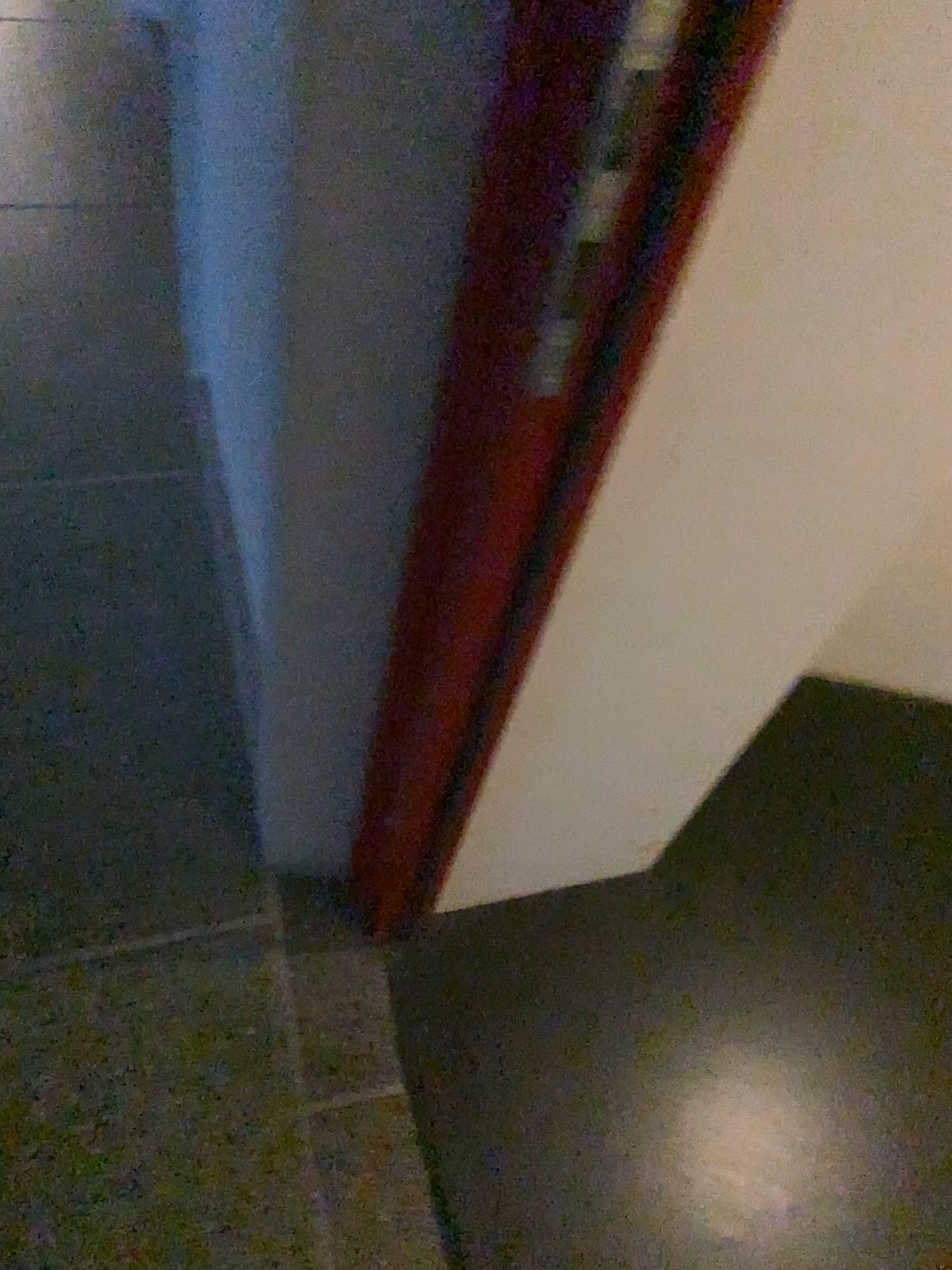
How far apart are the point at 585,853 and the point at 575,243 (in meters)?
0.89
